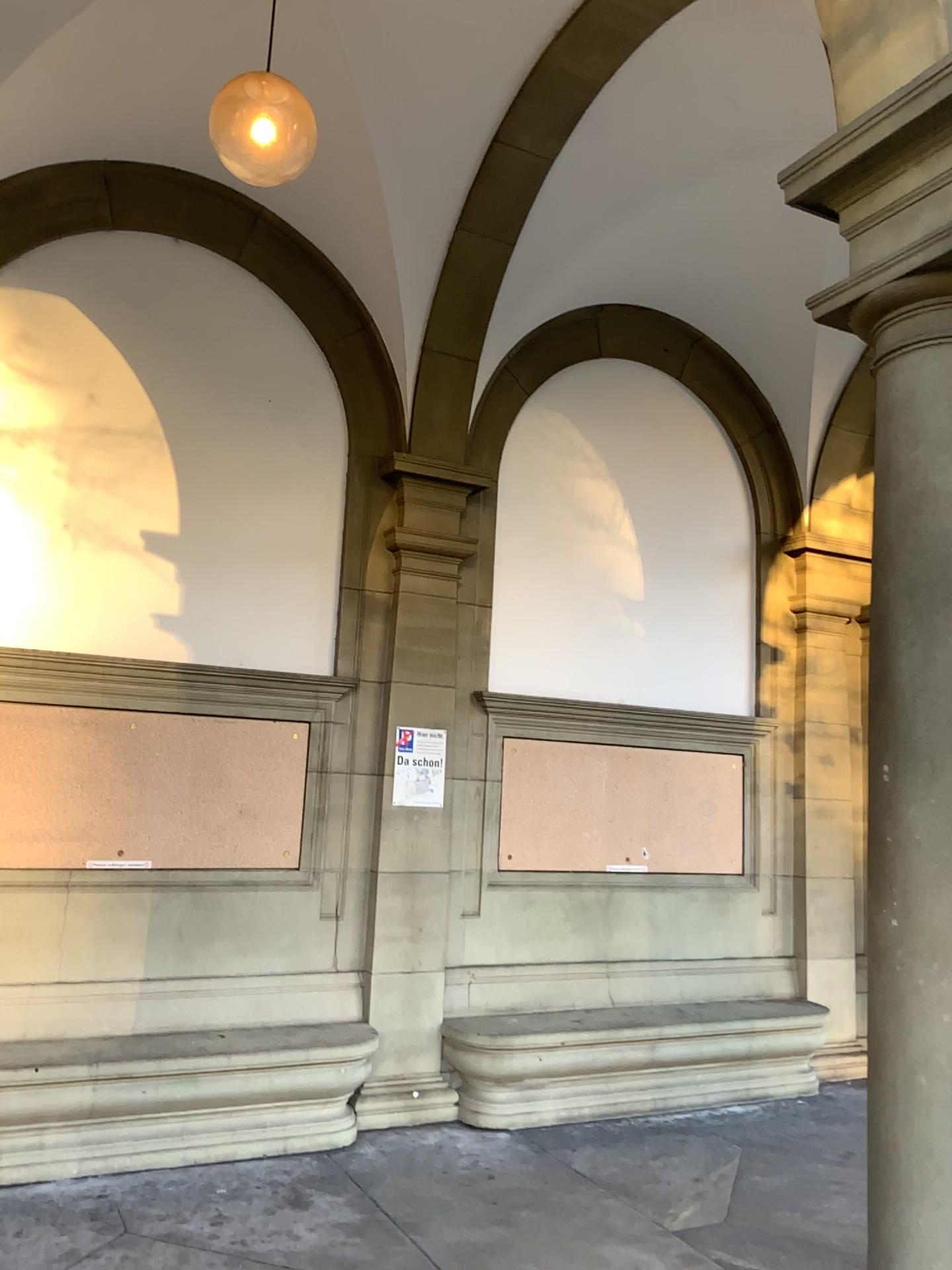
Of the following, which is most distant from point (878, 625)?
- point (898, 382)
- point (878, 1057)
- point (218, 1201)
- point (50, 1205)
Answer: point (50, 1205)
